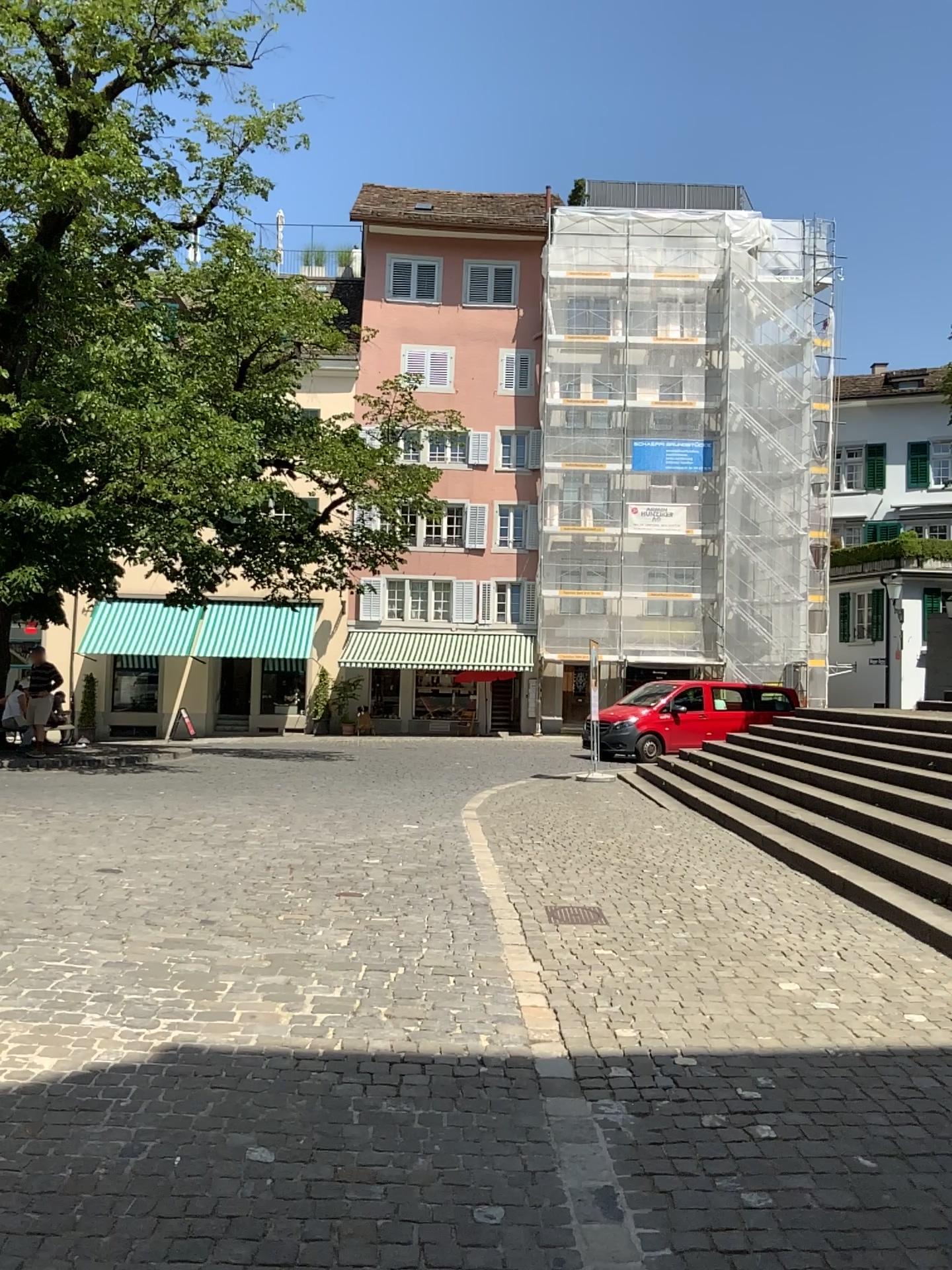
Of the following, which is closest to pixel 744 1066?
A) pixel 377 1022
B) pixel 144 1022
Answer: pixel 377 1022
